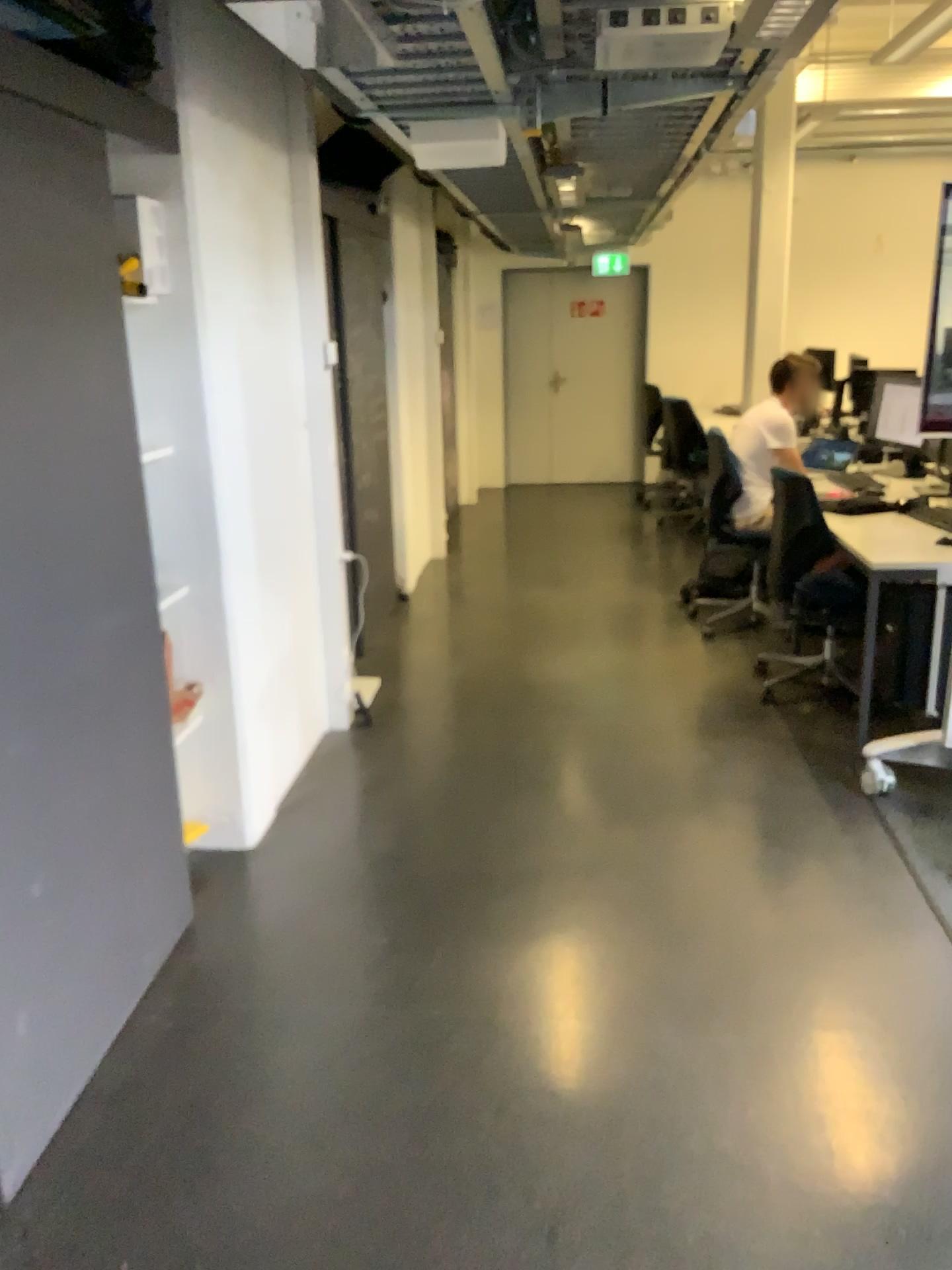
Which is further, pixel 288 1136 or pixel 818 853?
pixel 818 853

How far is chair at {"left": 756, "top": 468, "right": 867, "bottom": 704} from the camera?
4.20m

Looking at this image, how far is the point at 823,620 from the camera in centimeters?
420cm
